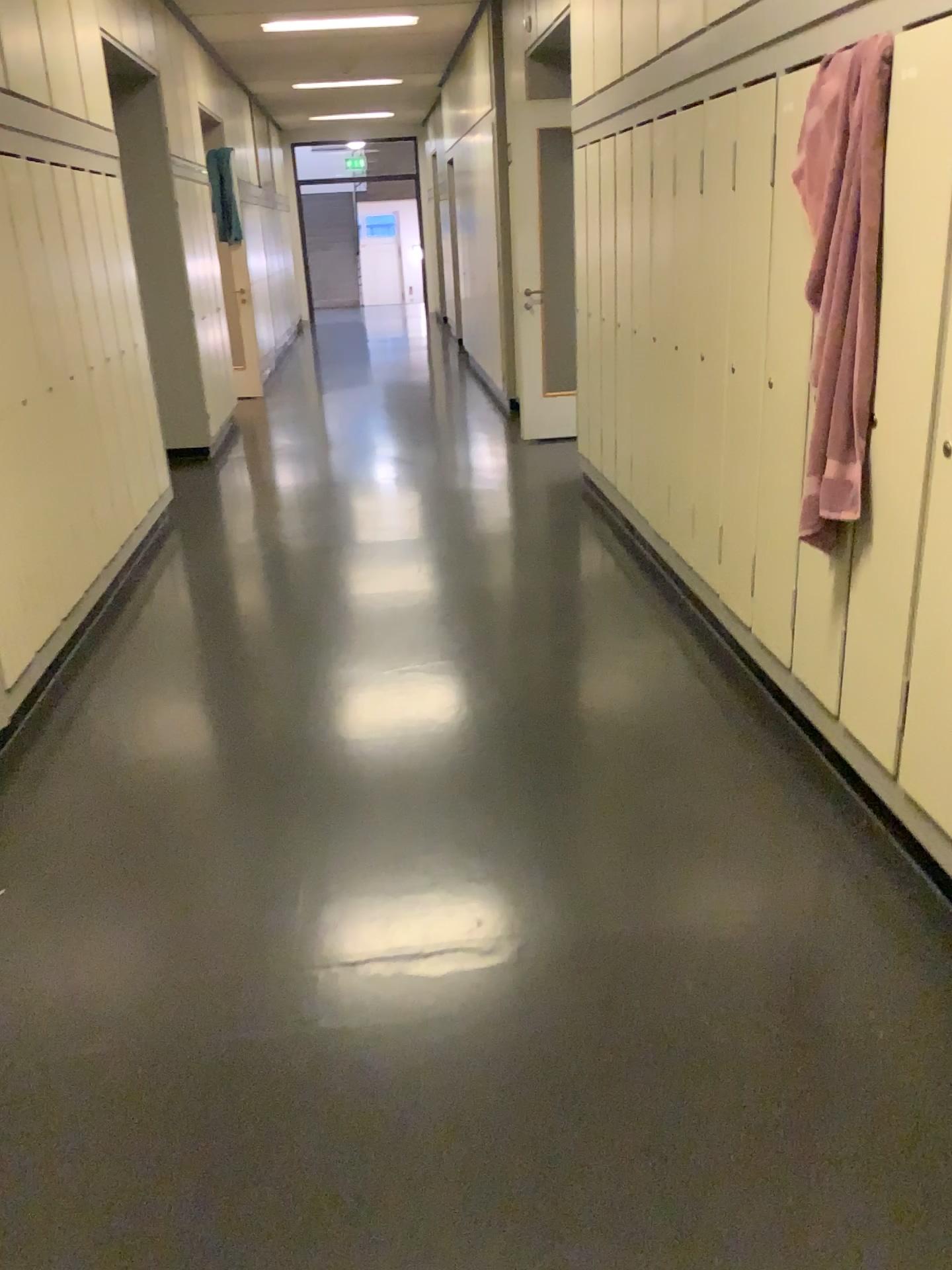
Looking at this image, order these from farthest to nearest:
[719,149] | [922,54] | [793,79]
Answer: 1. [719,149]
2. [793,79]
3. [922,54]

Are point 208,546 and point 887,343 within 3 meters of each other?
no

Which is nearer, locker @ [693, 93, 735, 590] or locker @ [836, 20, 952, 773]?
locker @ [836, 20, 952, 773]

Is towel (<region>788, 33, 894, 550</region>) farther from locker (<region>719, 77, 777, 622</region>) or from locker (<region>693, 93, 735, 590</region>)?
locker (<region>693, 93, 735, 590</region>)

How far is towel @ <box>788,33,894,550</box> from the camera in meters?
2.3 m

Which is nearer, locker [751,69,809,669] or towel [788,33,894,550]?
towel [788,33,894,550]

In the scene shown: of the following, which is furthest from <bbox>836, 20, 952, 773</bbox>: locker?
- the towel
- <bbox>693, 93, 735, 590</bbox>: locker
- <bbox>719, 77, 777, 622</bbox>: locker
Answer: <bbox>693, 93, 735, 590</bbox>: locker

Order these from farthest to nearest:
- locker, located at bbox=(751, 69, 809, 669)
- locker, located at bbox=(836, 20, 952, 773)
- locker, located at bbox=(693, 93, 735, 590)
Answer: locker, located at bbox=(693, 93, 735, 590) < locker, located at bbox=(751, 69, 809, 669) < locker, located at bbox=(836, 20, 952, 773)

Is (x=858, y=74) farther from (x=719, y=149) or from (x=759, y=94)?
(x=719, y=149)

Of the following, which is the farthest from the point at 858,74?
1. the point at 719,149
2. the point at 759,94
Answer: the point at 719,149
